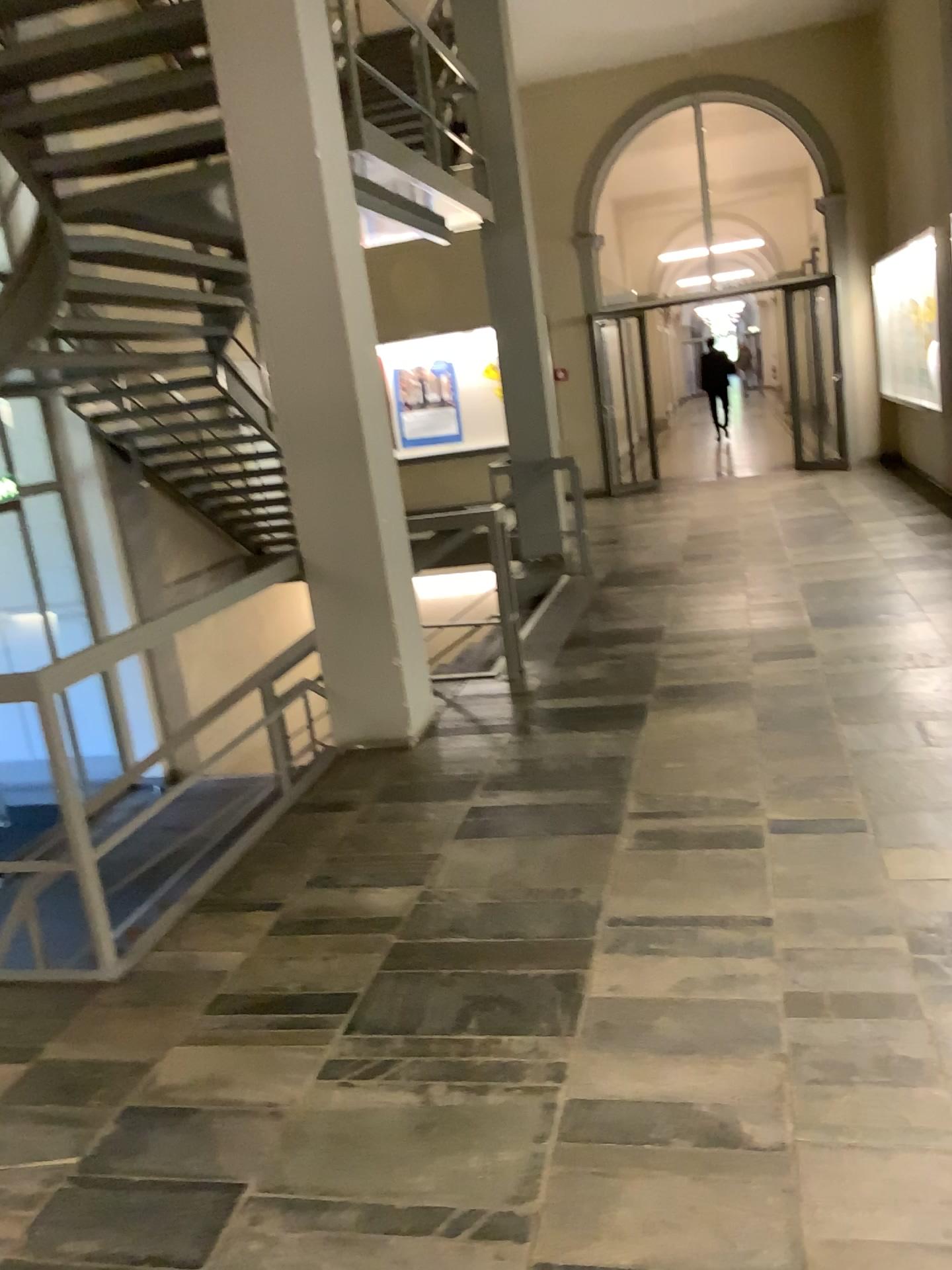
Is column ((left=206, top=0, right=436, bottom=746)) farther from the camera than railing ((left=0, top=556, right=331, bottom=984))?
Yes

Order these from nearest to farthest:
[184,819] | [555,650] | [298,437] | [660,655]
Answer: [184,819]
[298,437]
[660,655]
[555,650]

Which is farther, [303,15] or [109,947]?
[303,15]

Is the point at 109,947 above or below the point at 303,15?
below
